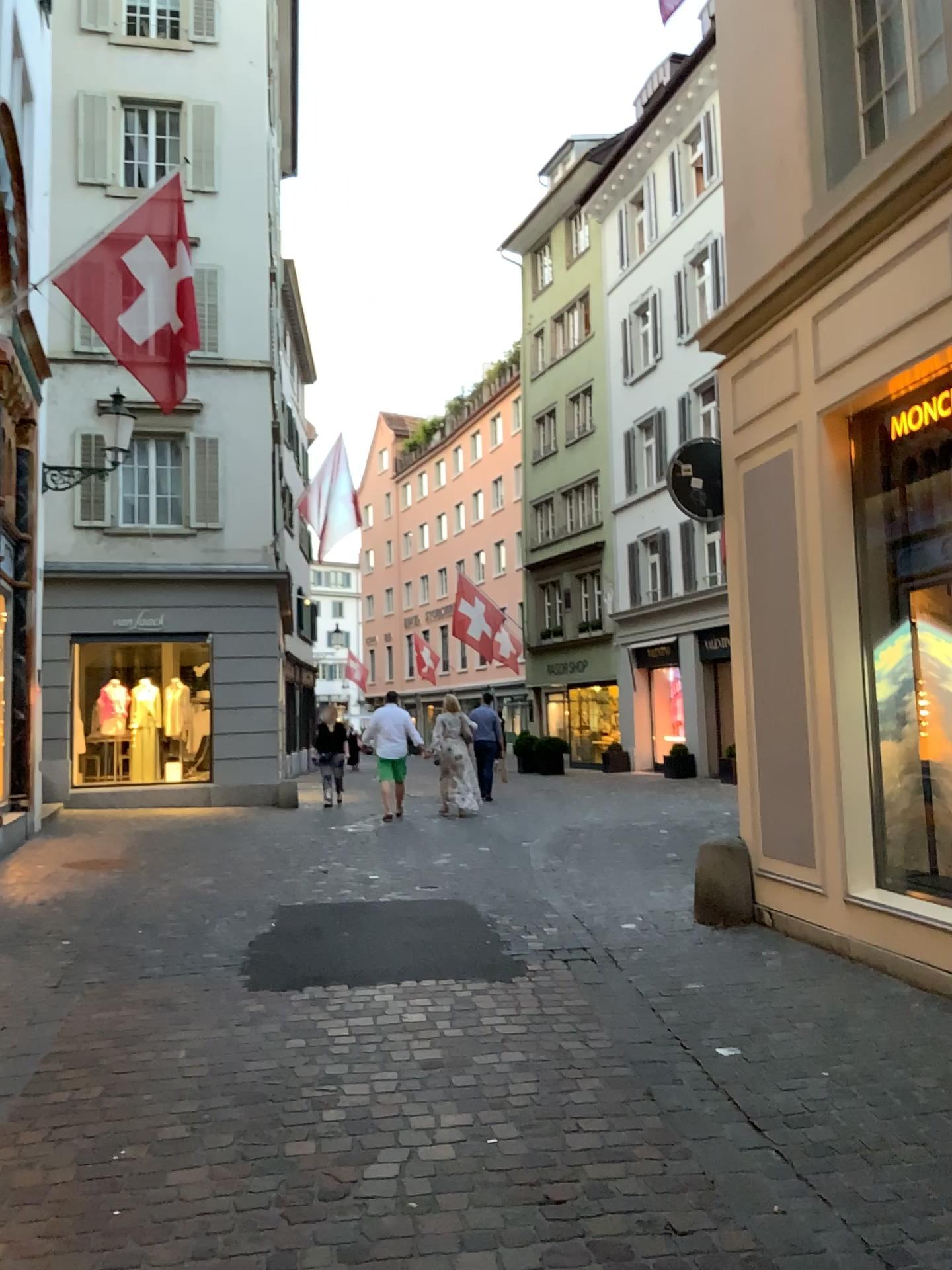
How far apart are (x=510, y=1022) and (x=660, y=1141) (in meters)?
1.18
